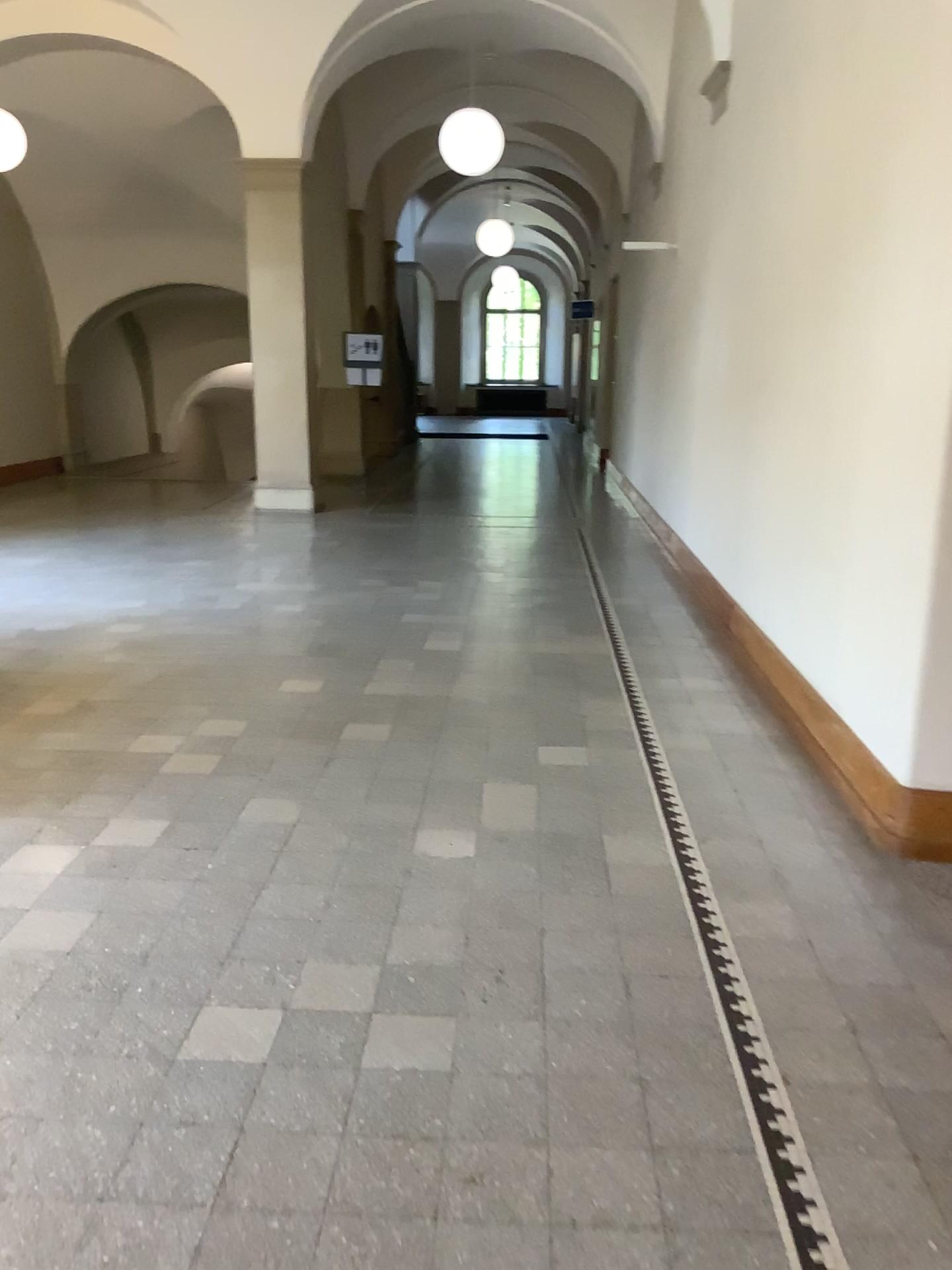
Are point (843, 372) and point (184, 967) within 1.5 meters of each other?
no
